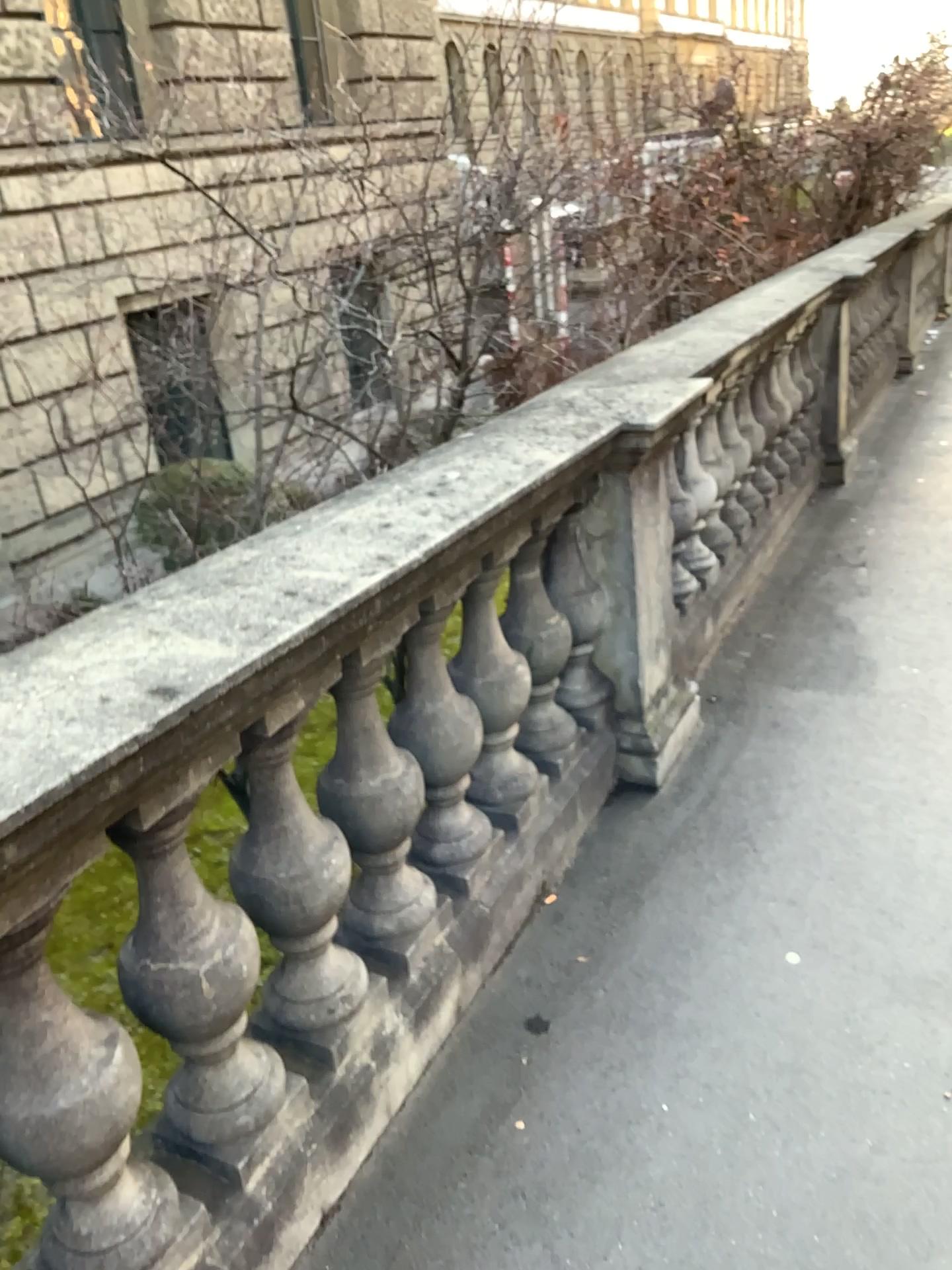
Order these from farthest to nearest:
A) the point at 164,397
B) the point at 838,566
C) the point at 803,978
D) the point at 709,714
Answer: the point at 838,566 < the point at 709,714 < the point at 164,397 < the point at 803,978

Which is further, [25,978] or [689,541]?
[689,541]

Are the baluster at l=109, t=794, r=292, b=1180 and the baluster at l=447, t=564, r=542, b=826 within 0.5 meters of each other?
no

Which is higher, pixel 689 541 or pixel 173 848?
pixel 173 848

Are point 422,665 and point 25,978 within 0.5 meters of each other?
no

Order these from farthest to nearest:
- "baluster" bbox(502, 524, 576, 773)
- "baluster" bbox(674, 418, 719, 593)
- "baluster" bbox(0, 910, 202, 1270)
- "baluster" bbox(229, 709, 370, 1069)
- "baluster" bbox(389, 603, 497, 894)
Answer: "baluster" bbox(674, 418, 719, 593), "baluster" bbox(502, 524, 576, 773), "baluster" bbox(389, 603, 497, 894), "baluster" bbox(229, 709, 370, 1069), "baluster" bbox(0, 910, 202, 1270)

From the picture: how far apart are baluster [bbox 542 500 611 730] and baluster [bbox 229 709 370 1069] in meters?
1.0

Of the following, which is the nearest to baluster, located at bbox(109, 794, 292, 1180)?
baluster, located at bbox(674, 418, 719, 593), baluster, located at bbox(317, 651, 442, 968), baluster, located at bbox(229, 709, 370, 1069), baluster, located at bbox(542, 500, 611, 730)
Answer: baluster, located at bbox(229, 709, 370, 1069)

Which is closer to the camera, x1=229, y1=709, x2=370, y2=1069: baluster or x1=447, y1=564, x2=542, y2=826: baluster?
x1=229, y1=709, x2=370, y2=1069: baluster

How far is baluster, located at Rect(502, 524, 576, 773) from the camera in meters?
2.5 m
